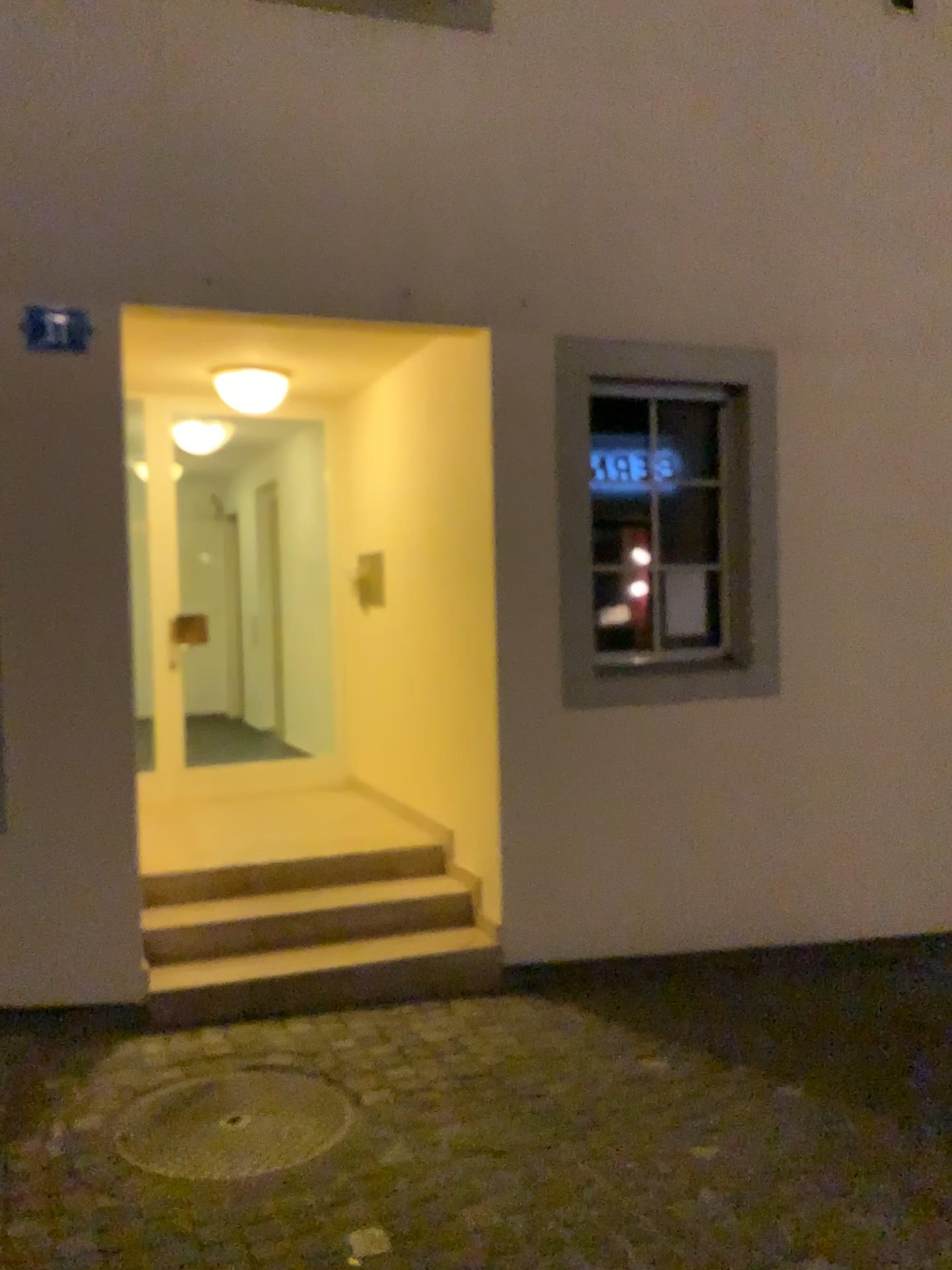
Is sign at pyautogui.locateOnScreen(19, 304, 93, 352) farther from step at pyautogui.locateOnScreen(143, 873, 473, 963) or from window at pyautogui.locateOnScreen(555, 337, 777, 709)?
step at pyautogui.locateOnScreen(143, 873, 473, 963)

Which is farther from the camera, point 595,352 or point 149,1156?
point 595,352

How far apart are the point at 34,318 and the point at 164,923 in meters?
2.3

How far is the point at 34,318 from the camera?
3.7 meters

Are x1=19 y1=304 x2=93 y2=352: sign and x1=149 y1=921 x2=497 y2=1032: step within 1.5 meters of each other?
no

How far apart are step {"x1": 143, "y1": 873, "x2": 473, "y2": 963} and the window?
1.0 meters

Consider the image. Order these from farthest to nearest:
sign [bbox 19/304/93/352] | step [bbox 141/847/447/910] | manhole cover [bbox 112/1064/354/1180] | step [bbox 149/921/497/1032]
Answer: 1. step [bbox 141/847/447/910]
2. step [bbox 149/921/497/1032]
3. sign [bbox 19/304/93/352]
4. manhole cover [bbox 112/1064/354/1180]

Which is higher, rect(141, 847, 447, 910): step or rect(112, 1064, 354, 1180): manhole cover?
rect(141, 847, 447, 910): step

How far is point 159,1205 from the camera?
2.6m

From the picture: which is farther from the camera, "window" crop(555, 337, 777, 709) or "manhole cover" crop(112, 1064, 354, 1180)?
"window" crop(555, 337, 777, 709)
